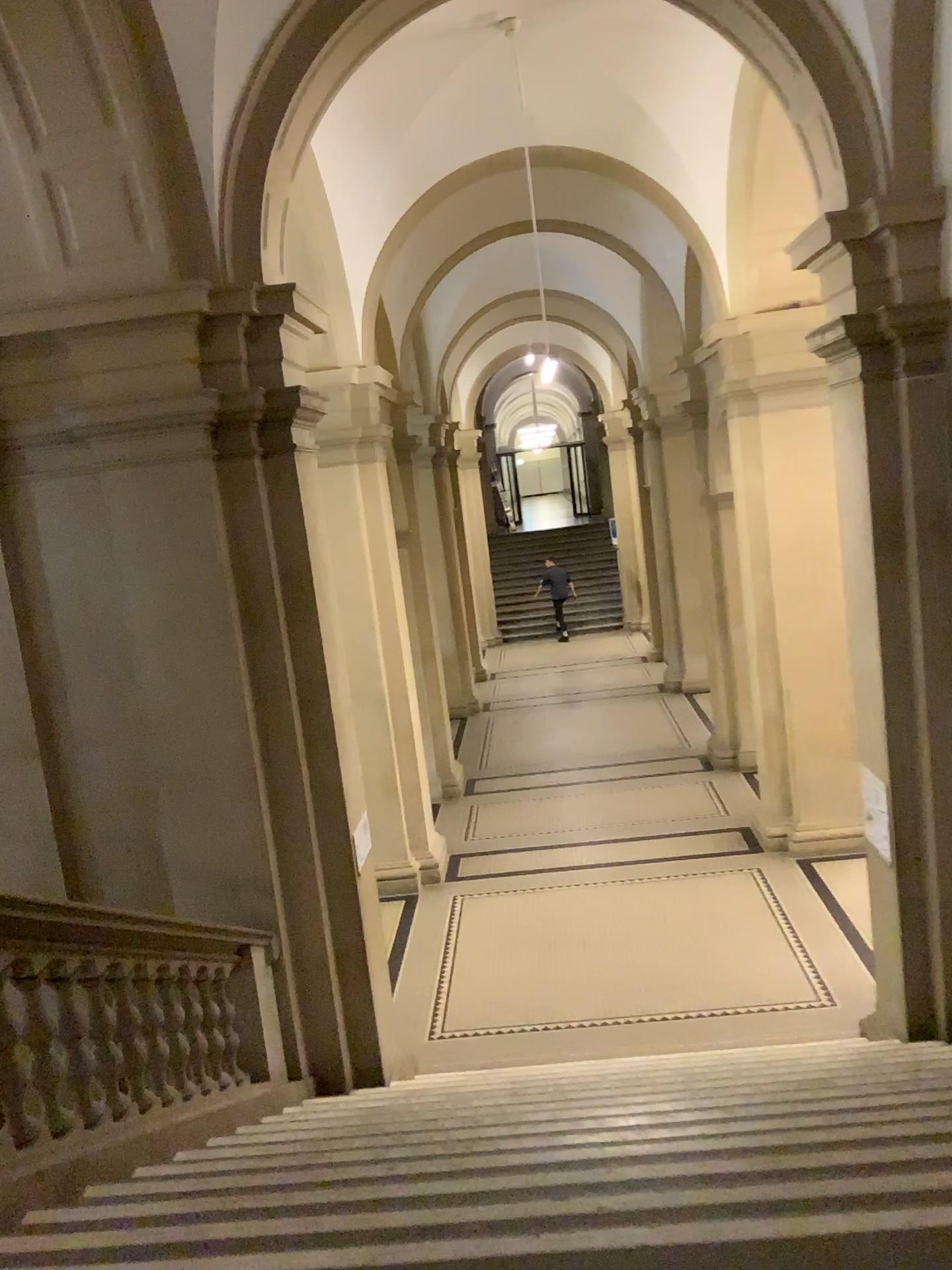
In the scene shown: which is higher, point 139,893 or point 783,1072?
point 139,893
